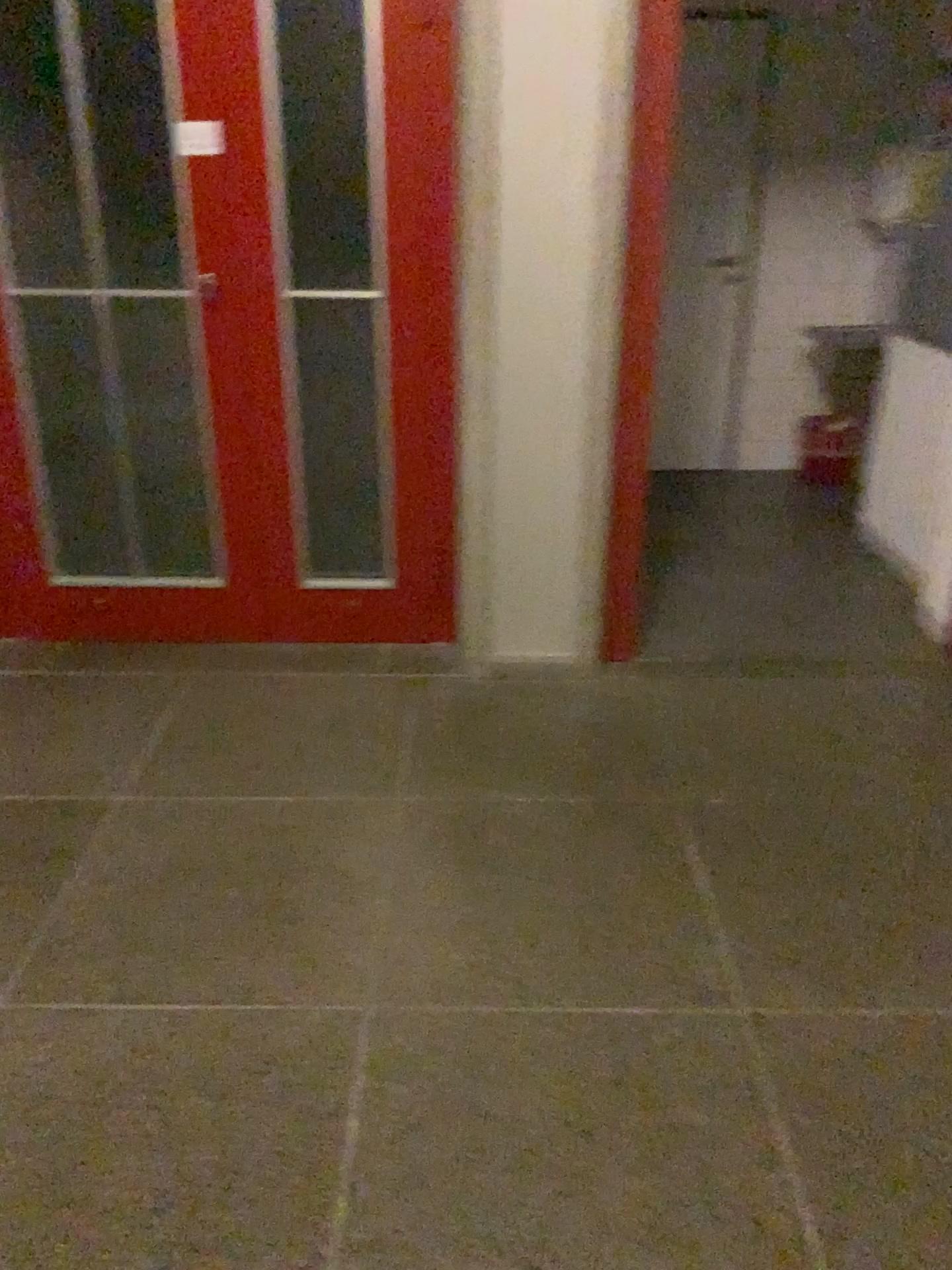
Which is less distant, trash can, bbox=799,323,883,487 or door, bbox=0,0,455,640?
door, bbox=0,0,455,640

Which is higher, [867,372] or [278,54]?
[278,54]

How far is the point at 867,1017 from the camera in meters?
1.9

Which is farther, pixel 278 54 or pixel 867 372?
pixel 867 372
